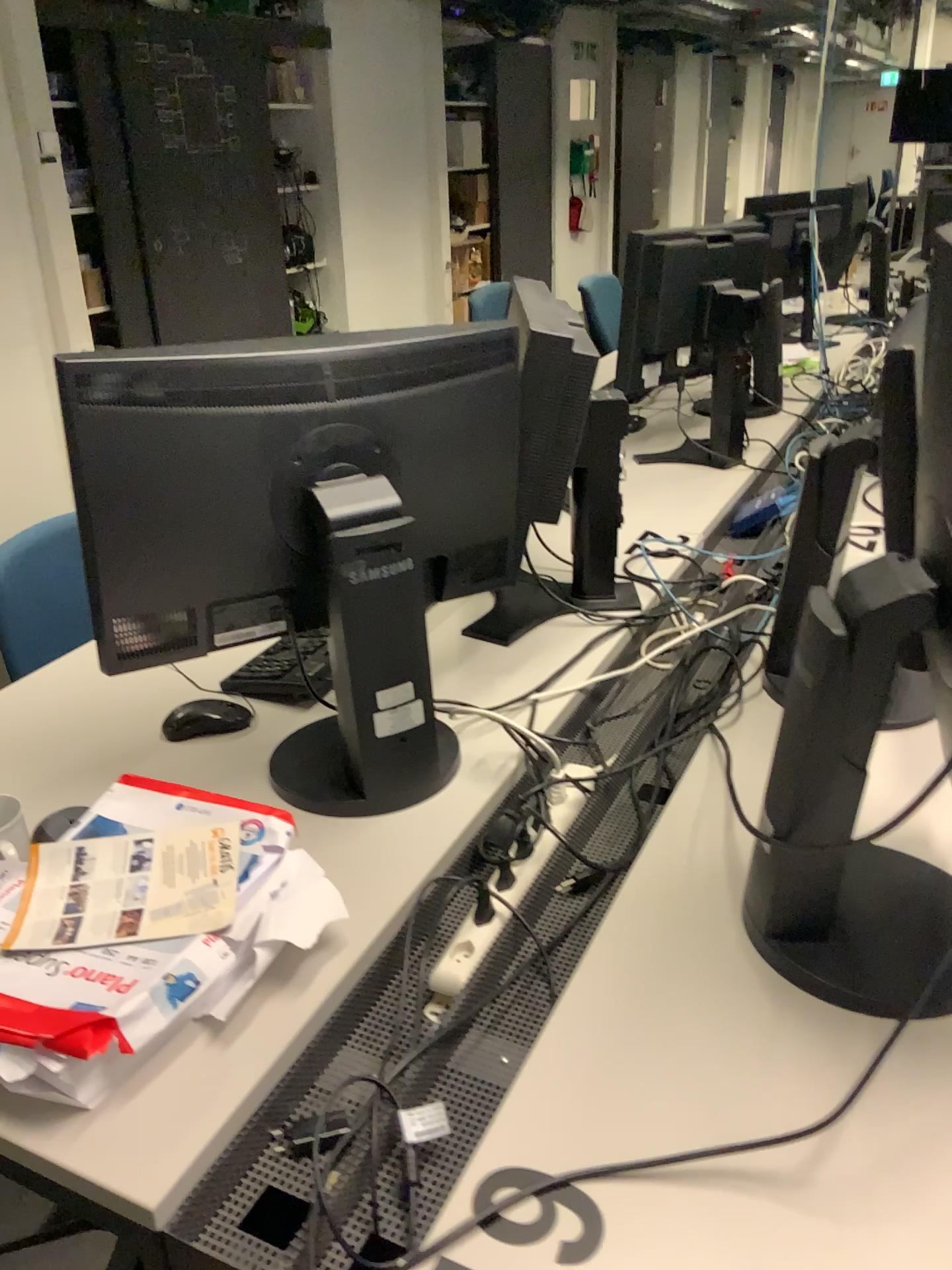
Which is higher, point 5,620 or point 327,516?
point 327,516

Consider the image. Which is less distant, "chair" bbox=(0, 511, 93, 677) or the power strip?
the power strip

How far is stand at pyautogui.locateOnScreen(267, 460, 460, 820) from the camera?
1.2 meters

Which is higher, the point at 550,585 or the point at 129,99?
the point at 129,99

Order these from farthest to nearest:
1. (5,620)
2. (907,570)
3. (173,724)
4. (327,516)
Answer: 1. (5,620)
2. (173,724)
3. (327,516)
4. (907,570)

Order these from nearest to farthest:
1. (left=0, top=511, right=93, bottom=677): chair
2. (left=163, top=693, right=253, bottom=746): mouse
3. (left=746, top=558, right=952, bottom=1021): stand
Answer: (left=746, top=558, right=952, bottom=1021): stand → (left=163, top=693, right=253, bottom=746): mouse → (left=0, top=511, right=93, bottom=677): chair

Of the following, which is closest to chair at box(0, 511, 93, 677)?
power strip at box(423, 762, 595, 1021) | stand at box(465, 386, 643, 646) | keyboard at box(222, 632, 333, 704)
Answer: keyboard at box(222, 632, 333, 704)

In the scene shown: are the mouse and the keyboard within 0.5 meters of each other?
yes

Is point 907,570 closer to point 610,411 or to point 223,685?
point 610,411

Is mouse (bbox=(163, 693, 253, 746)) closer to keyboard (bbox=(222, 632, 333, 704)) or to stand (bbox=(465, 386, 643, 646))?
keyboard (bbox=(222, 632, 333, 704))
